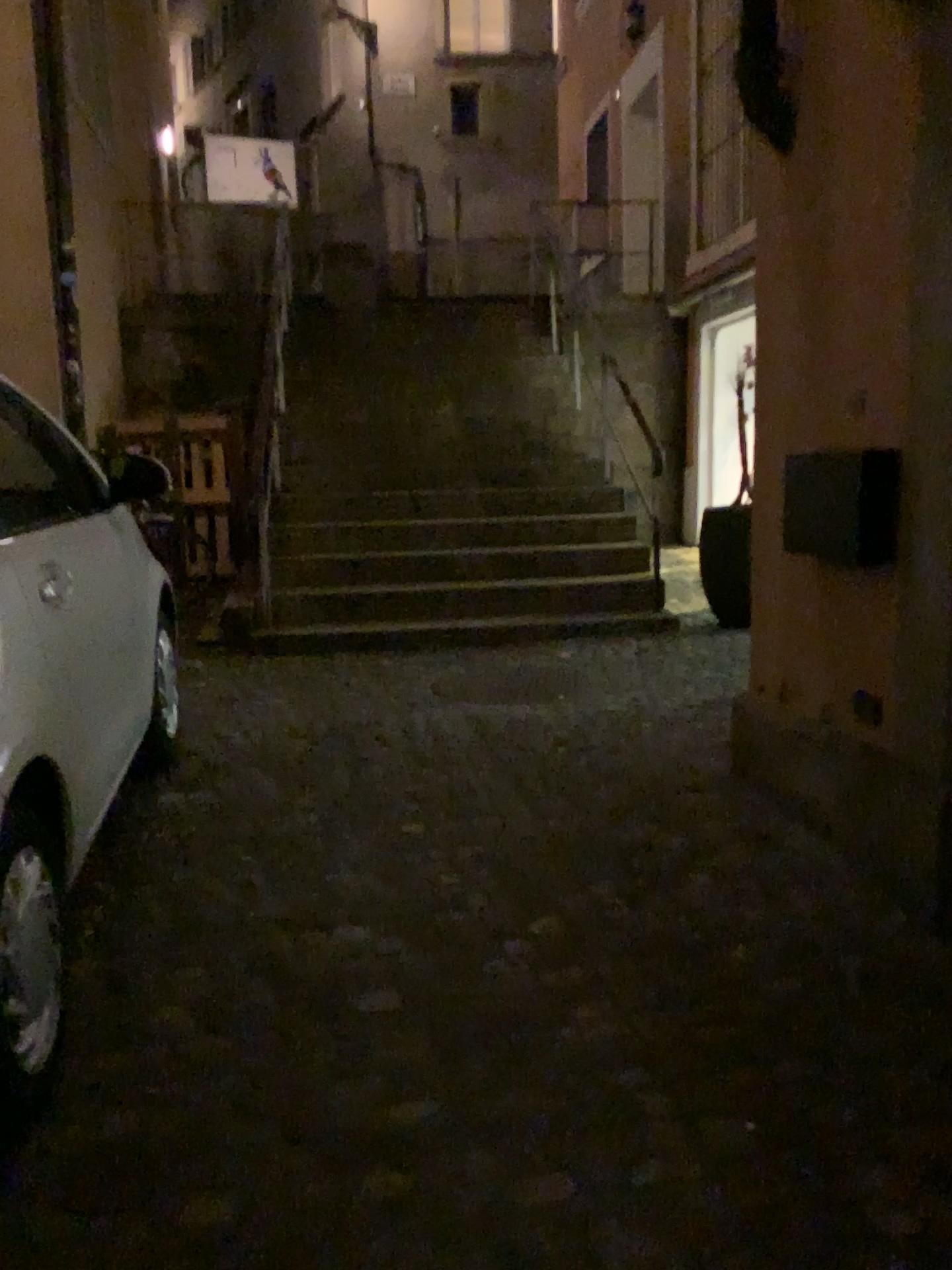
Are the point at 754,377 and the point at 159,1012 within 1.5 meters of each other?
no
